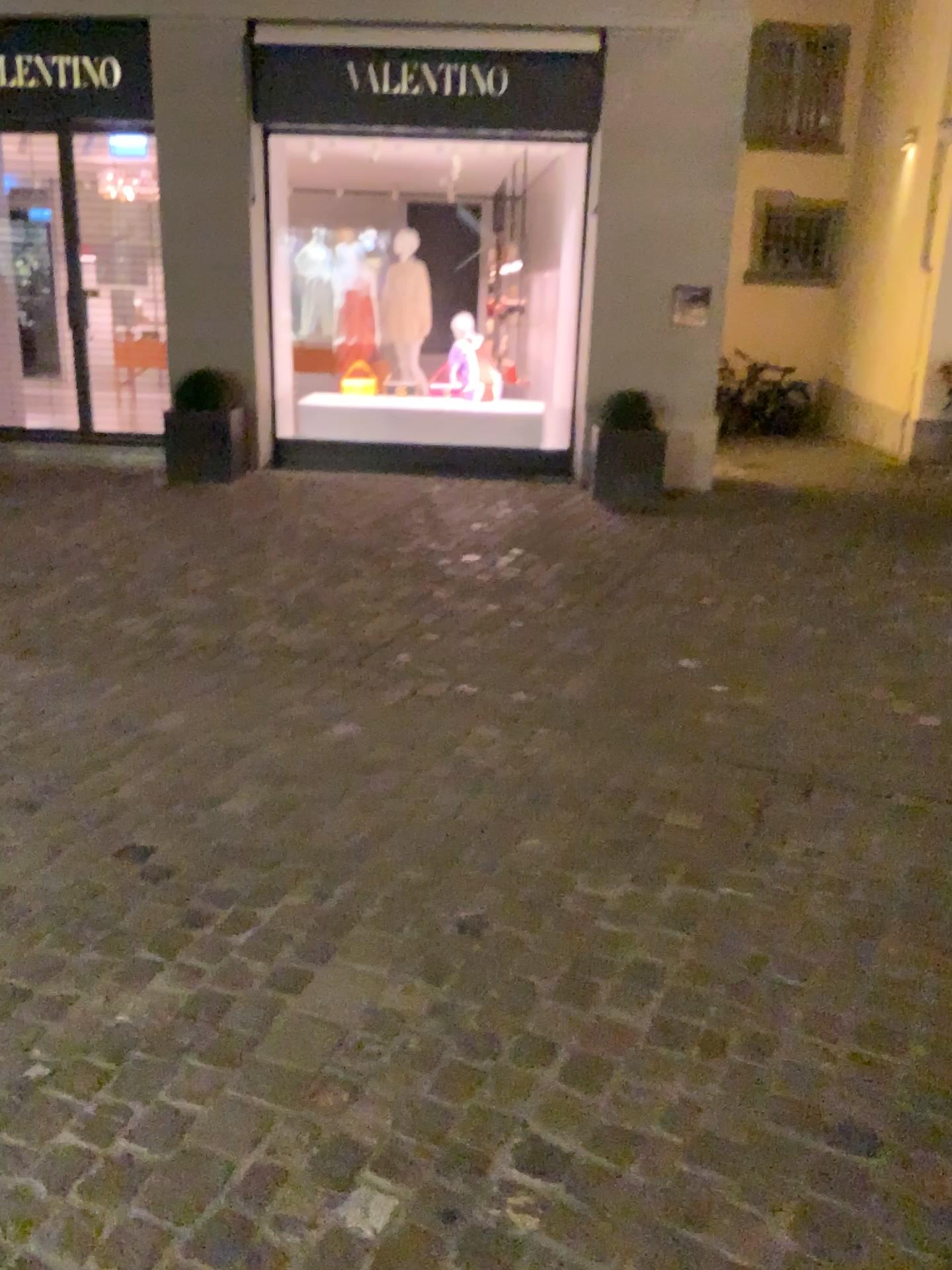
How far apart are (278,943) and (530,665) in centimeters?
208cm
